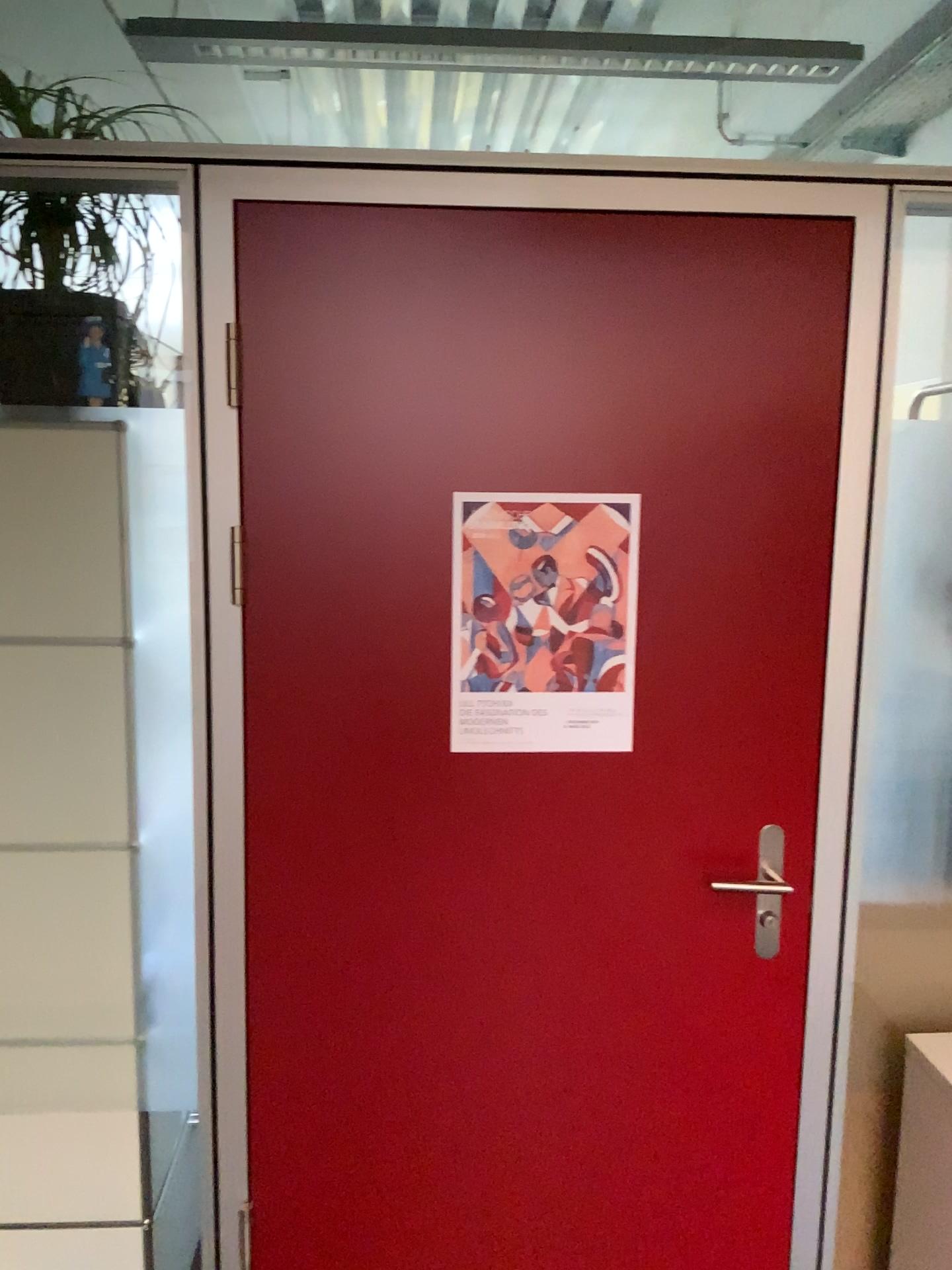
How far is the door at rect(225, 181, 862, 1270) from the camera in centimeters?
162cm

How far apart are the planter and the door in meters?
0.3

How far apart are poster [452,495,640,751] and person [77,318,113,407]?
0.65m

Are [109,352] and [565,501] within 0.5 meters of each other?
no

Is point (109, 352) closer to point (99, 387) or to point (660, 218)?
point (99, 387)

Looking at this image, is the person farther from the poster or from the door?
the poster

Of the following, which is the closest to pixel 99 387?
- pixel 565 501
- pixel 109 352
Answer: pixel 109 352

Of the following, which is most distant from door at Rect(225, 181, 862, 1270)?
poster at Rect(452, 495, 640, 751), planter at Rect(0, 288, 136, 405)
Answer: planter at Rect(0, 288, 136, 405)

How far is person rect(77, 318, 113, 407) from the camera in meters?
1.8 m

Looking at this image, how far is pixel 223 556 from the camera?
1.6m
